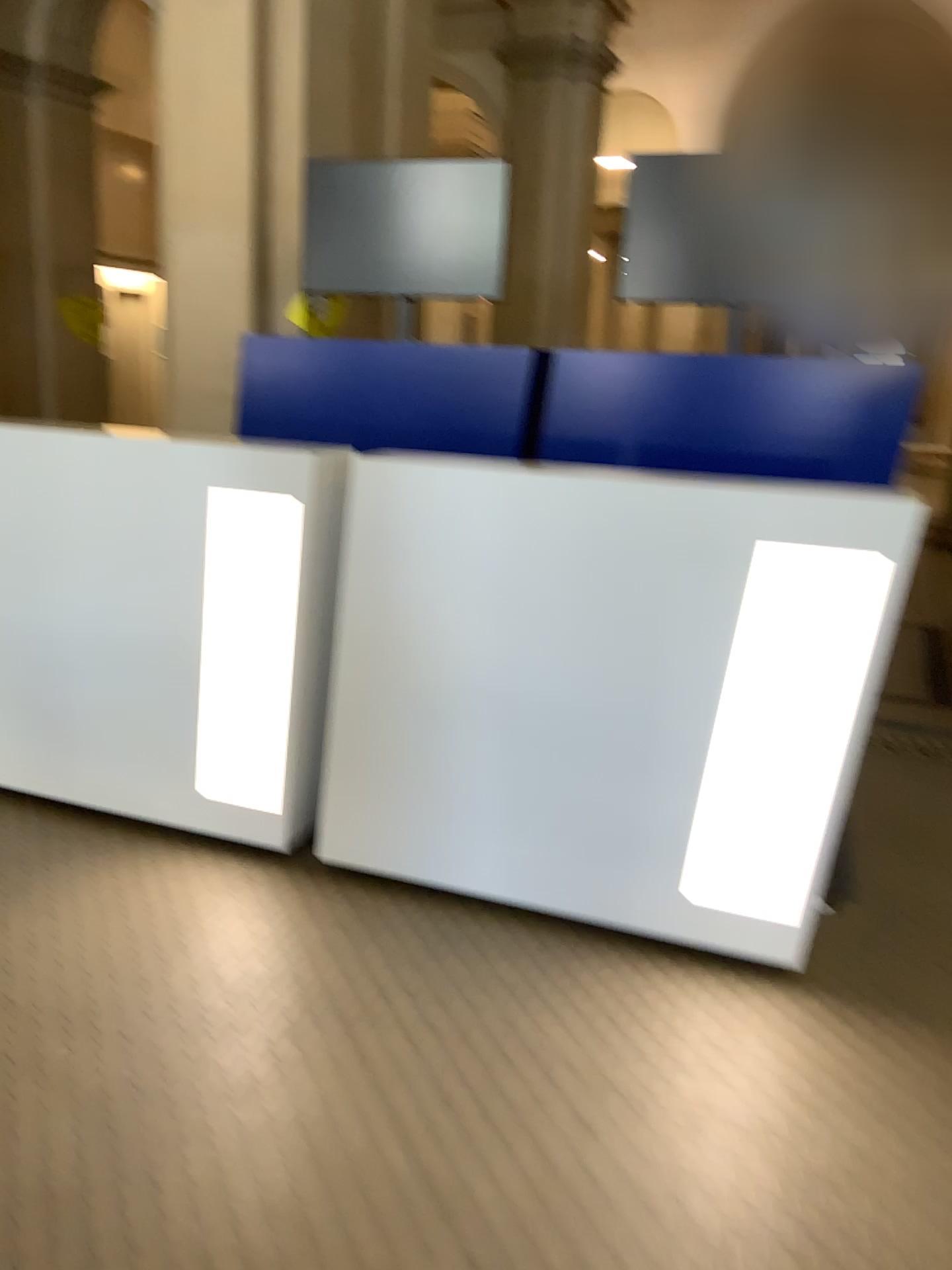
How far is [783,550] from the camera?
2.28m

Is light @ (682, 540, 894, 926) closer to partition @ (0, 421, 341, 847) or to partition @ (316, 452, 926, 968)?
partition @ (316, 452, 926, 968)

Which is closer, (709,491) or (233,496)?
(709,491)

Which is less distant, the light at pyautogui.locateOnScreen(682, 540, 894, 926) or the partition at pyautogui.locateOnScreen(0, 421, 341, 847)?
the light at pyautogui.locateOnScreen(682, 540, 894, 926)

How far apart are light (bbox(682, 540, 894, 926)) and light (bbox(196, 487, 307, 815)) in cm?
111

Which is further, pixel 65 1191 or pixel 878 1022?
pixel 878 1022

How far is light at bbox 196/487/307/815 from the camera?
2.8 meters

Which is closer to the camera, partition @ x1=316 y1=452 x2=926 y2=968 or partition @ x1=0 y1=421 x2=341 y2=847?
partition @ x1=316 y1=452 x2=926 y2=968

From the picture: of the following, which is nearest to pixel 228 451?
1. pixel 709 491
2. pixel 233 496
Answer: pixel 233 496

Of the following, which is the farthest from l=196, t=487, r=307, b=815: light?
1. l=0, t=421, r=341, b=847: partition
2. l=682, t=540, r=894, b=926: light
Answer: l=682, t=540, r=894, b=926: light
